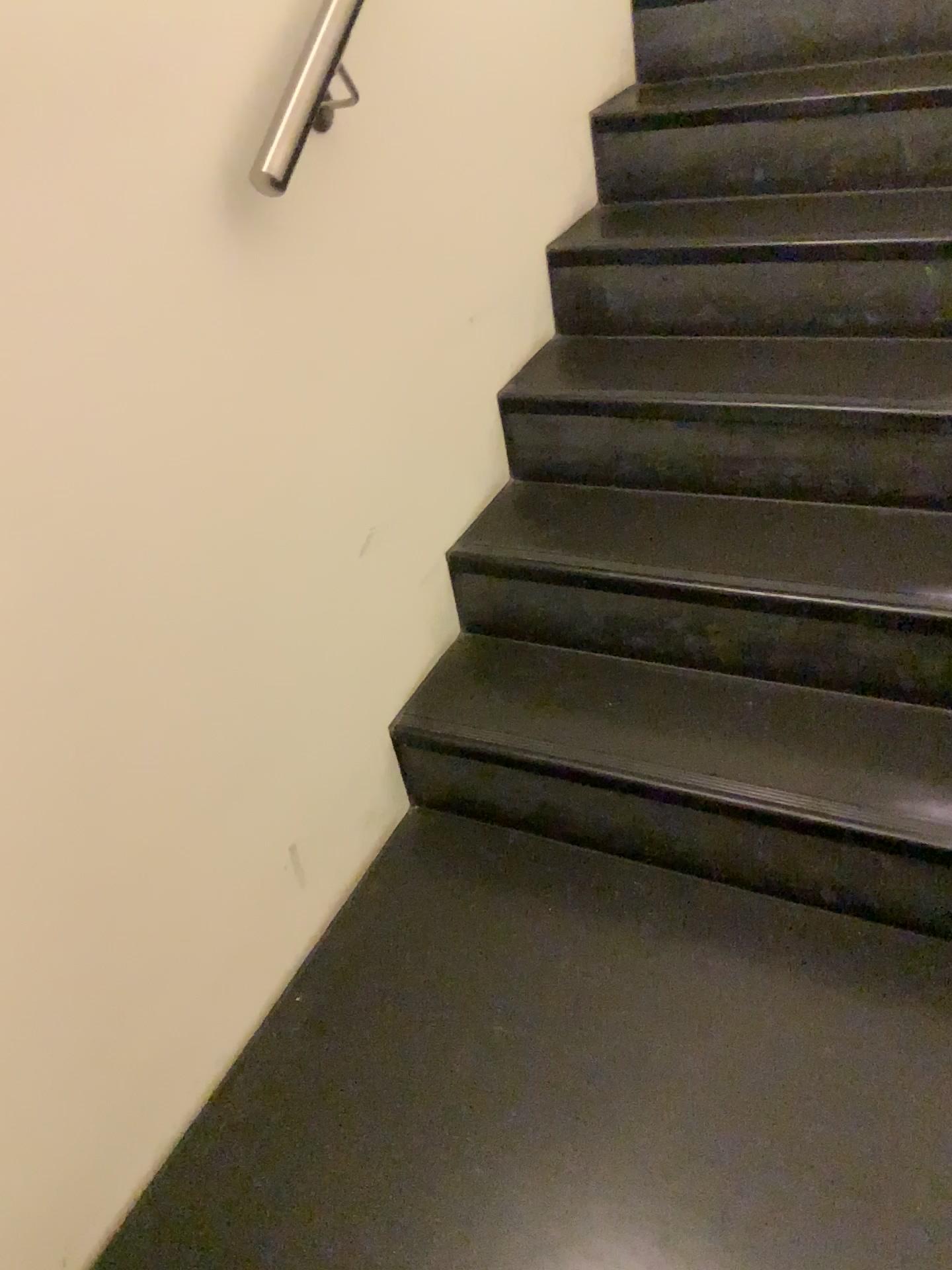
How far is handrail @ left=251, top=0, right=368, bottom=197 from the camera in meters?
1.2 m

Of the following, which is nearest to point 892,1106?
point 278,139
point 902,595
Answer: point 902,595

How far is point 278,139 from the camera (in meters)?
1.19

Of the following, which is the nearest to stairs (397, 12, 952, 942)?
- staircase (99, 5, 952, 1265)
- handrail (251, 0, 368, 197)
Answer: staircase (99, 5, 952, 1265)

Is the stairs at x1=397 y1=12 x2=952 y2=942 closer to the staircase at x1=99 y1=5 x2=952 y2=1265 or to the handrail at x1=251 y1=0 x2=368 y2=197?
the staircase at x1=99 y1=5 x2=952 y2=1265

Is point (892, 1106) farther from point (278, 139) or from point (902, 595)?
point (278, 139)

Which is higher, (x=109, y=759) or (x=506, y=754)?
(x=109, y=759)
